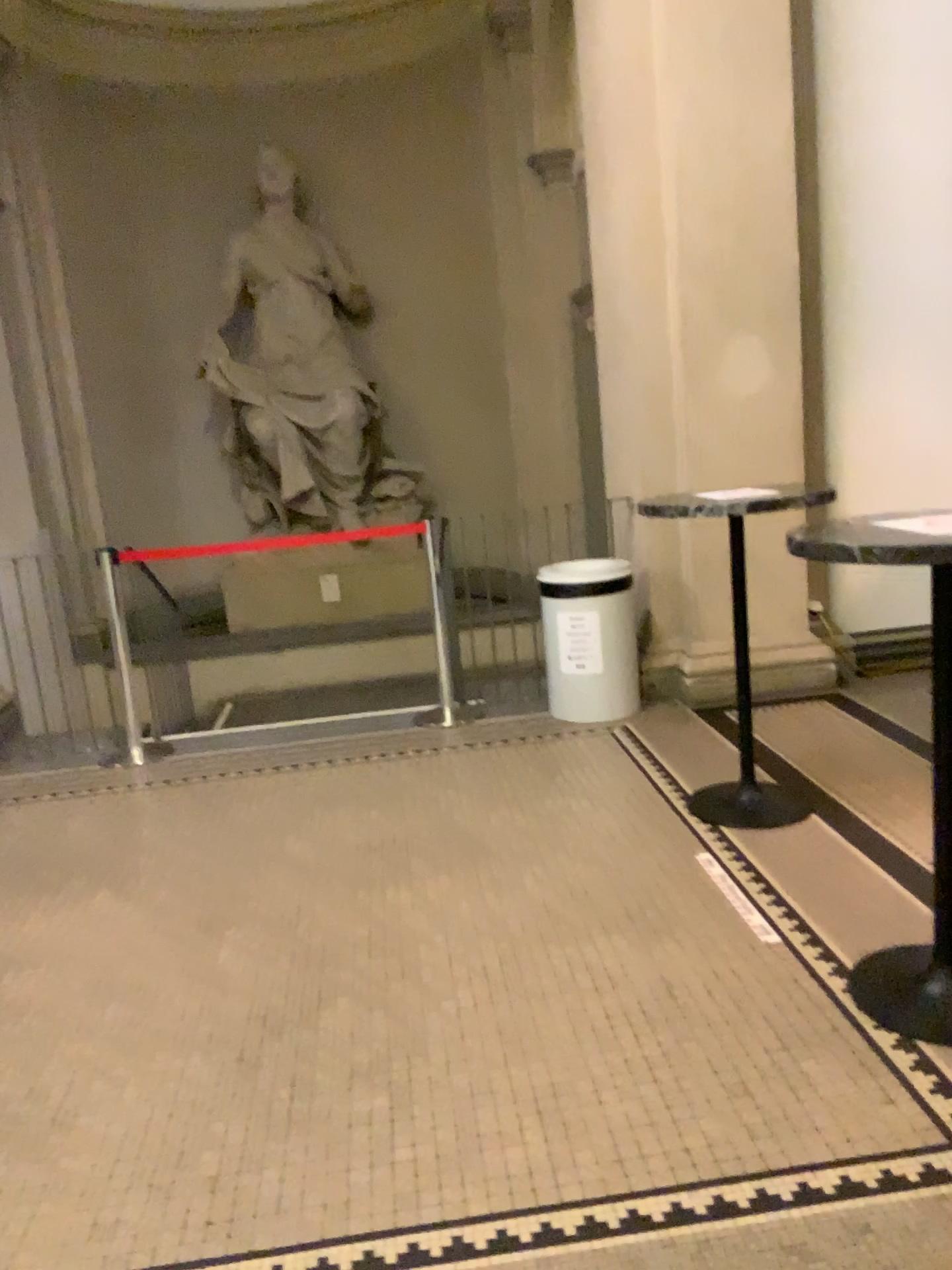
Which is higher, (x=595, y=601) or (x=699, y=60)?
(x=699, y=60)

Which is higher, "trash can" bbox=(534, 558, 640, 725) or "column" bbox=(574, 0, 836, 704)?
"column" bbox=(574, 0, 836, 704)

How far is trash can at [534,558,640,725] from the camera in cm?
489

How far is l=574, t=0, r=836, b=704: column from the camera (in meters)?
4.68

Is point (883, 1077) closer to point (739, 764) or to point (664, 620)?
point (739, 764)

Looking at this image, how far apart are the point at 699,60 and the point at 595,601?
2.47m

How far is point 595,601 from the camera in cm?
489
